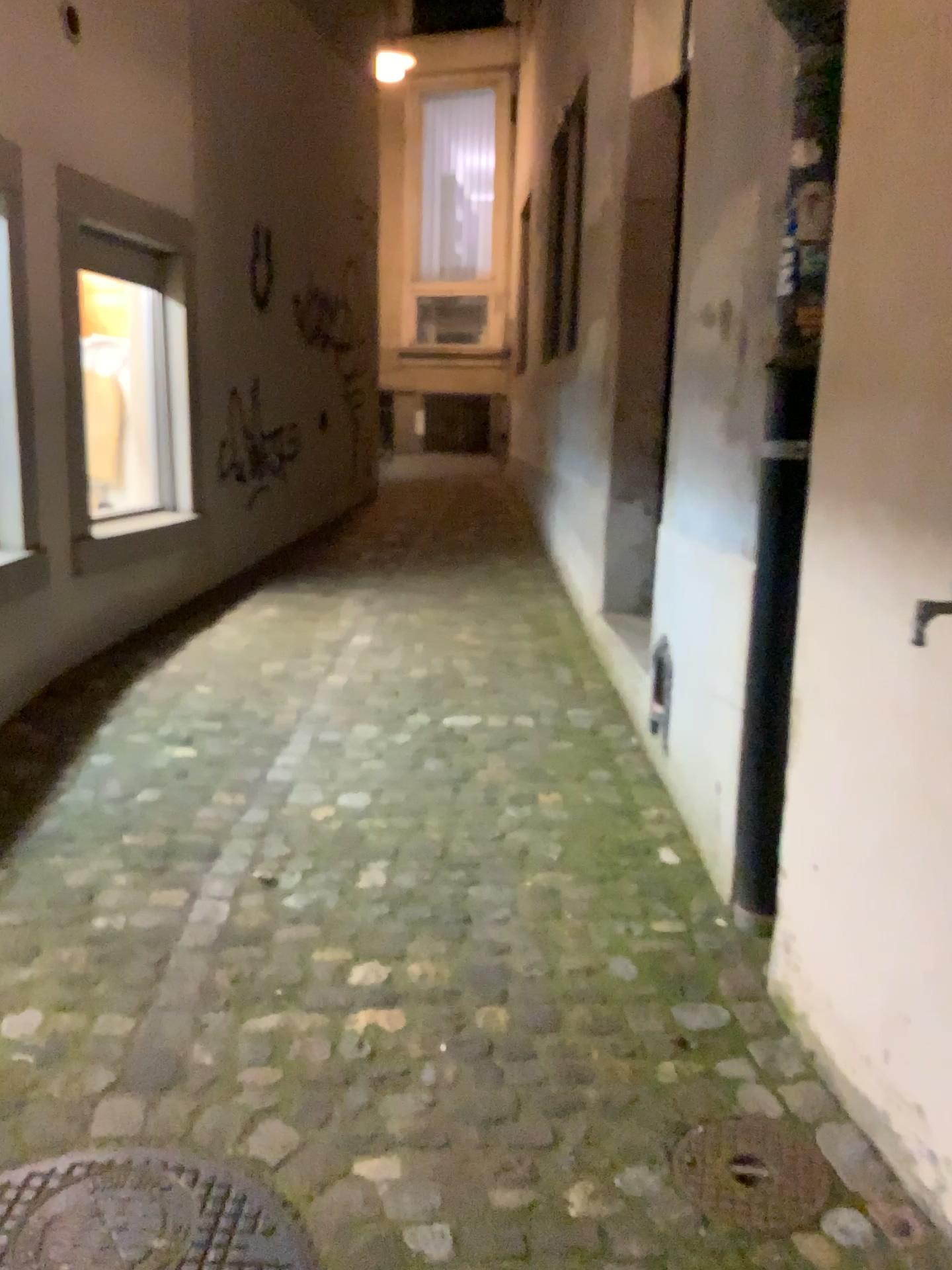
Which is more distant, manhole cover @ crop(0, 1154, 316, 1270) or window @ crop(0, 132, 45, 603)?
window @ crop(0, 132, 45, 603)

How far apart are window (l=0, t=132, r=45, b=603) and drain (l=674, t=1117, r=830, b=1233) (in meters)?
2.72

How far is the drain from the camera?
1.6 meters

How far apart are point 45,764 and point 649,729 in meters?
1.8 m

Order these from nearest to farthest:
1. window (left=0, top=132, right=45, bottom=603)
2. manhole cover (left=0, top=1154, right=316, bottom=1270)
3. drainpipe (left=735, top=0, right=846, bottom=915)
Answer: manhole cover (left=0, top=1154, right=316, bottom=1270)
drainpipe (left=735, top=0, right=846, bottom=915)
window (left=0, top=132, right=45, bottom=603)

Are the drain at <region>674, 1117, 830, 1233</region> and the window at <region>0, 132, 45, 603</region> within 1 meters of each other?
no

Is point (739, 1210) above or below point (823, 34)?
below

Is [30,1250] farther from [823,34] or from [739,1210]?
[823,34]

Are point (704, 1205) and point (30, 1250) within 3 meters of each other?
yes

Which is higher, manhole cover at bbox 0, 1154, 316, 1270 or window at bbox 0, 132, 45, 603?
window at bbox 0, 132, 45, 603
